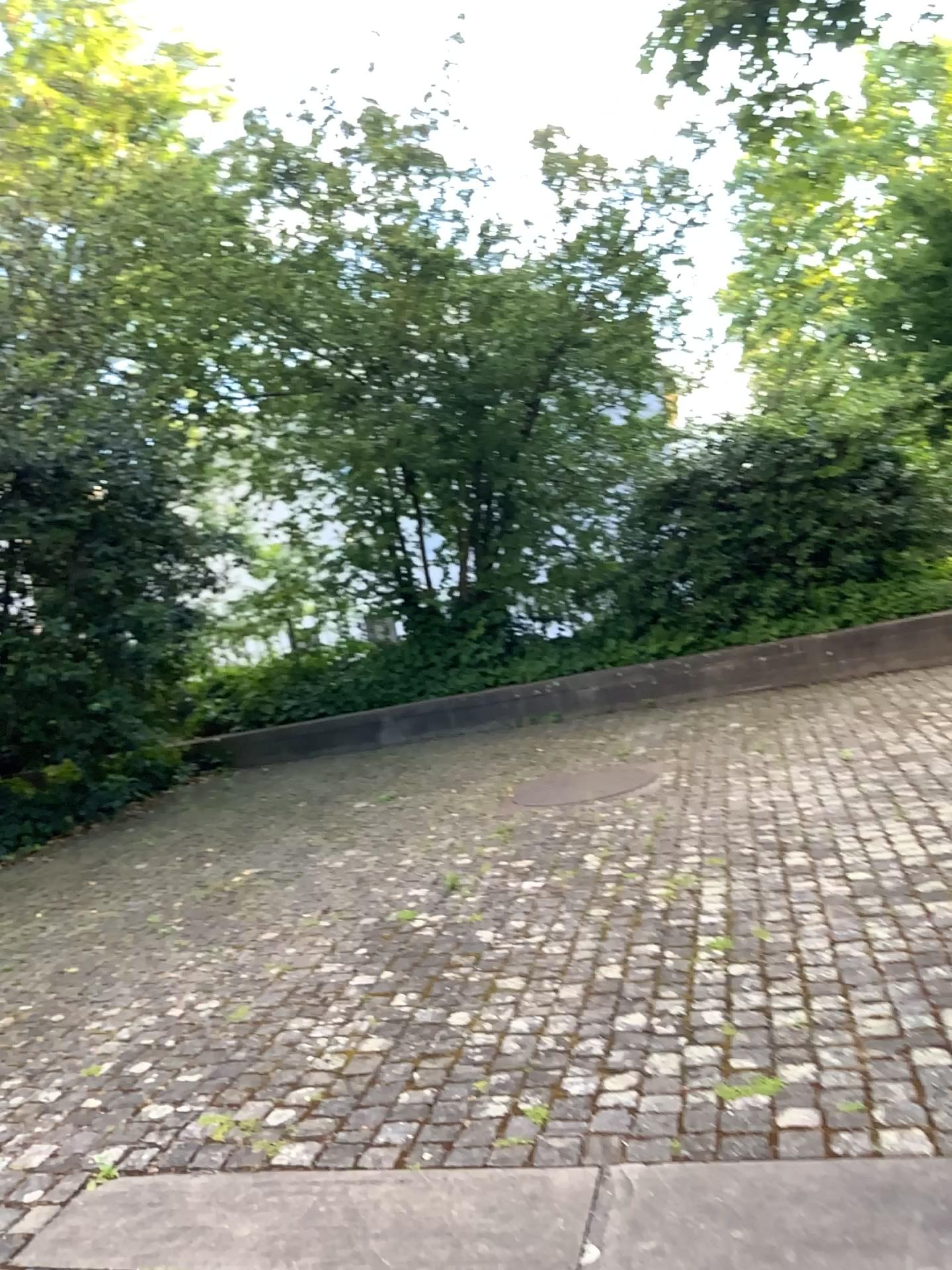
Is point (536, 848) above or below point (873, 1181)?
below
